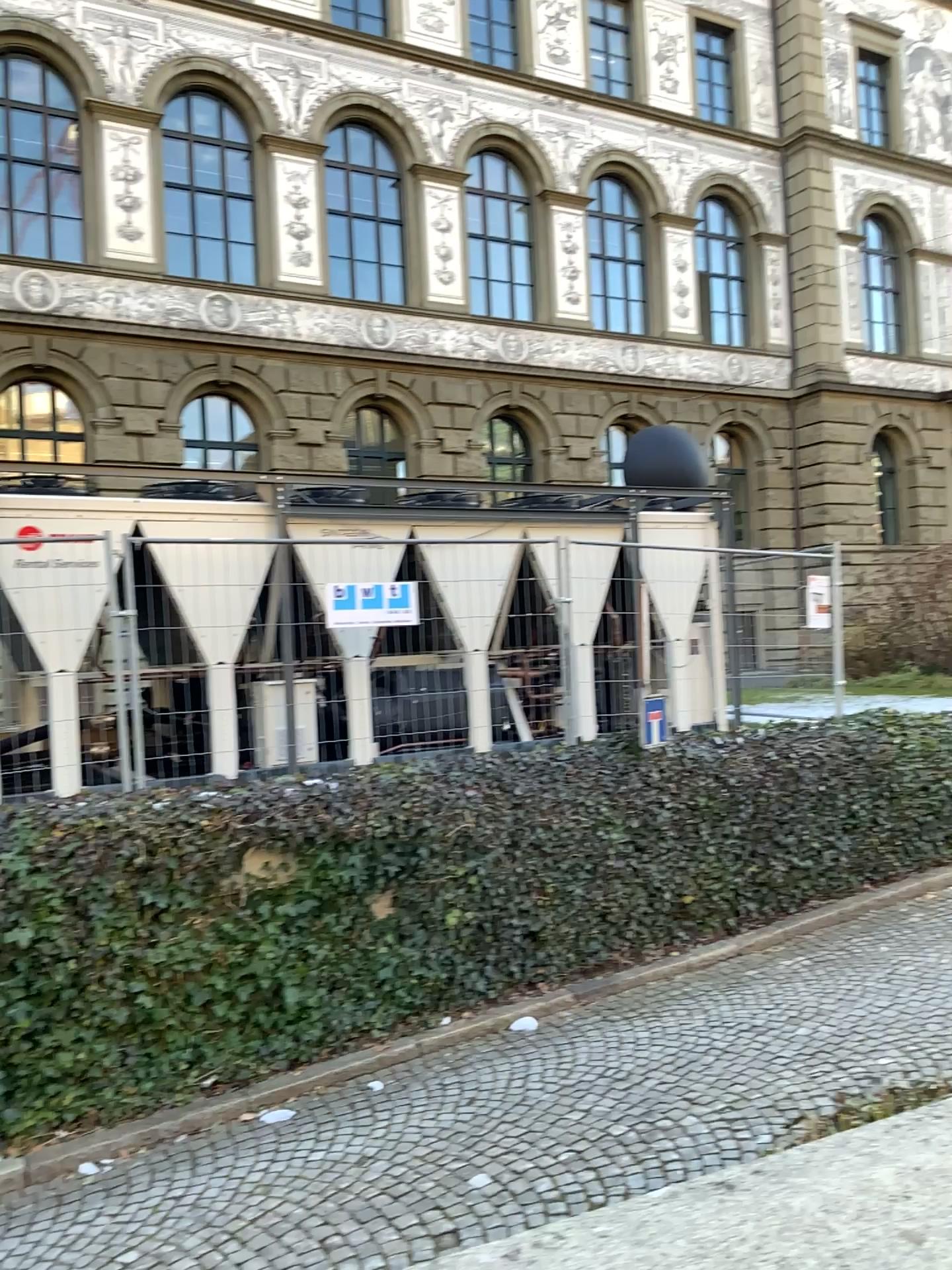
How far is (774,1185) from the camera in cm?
124
